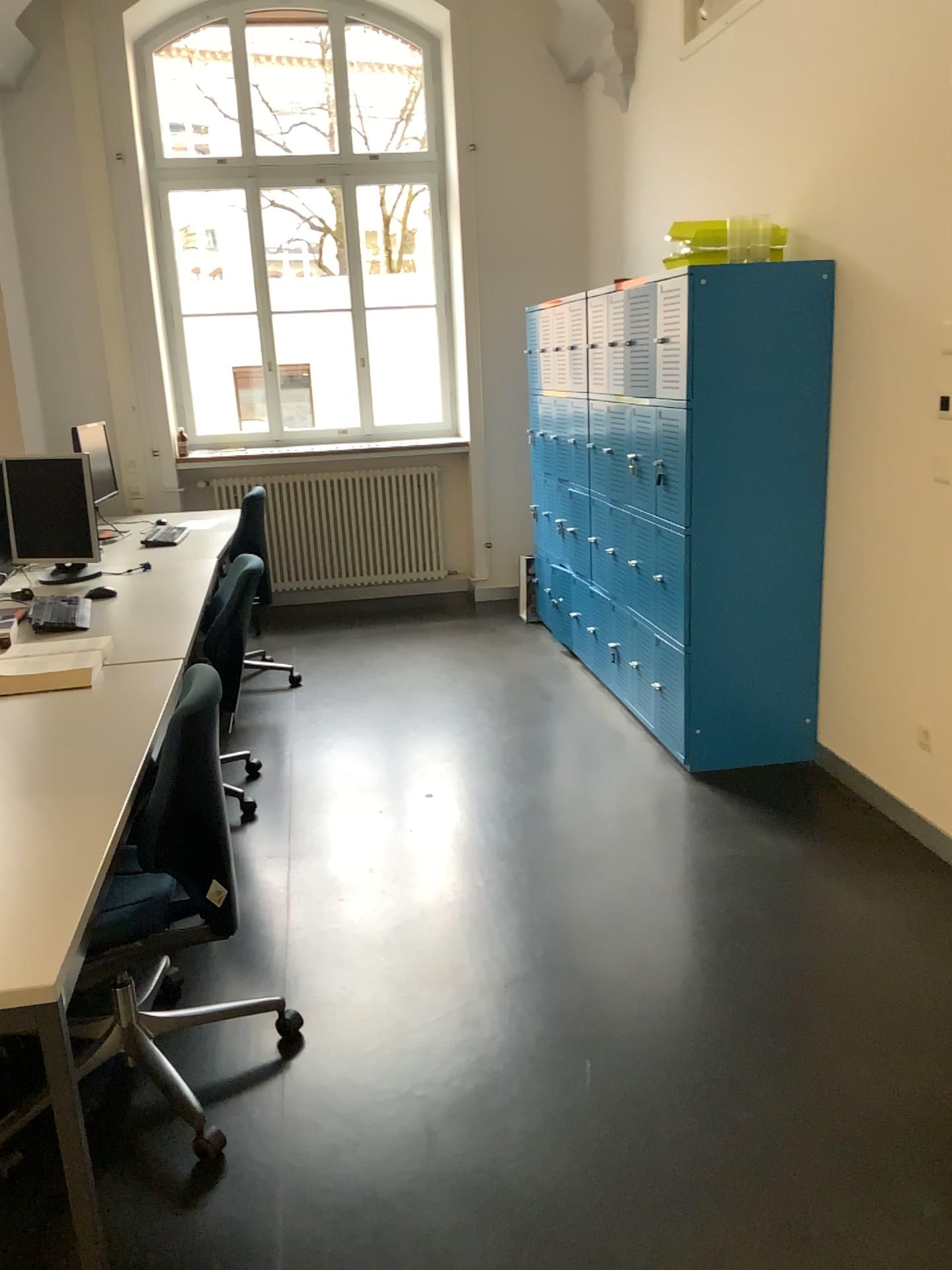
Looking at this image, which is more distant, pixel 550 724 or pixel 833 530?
pixel 550 724

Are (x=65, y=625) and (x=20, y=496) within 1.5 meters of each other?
yes

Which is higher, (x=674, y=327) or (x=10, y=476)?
(x=674, y=327)

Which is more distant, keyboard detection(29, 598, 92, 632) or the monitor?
the monitor

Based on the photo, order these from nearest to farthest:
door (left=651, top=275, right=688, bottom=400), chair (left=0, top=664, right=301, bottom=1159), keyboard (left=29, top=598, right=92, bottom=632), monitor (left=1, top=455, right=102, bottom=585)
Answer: chair (left=0, top=664, right=301, bottom=1159), keyboard (left=29, top=598, right=92, bottom=632), door (left=651, top=275, right=688, bottom=400), monitor (left=1, top=455, right=102, bottom=585)

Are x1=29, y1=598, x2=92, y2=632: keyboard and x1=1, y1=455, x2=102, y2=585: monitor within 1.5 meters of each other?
yes

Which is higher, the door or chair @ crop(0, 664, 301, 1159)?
the door

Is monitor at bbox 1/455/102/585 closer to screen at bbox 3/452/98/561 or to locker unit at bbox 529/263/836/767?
screen at bbox 3/452/98/561

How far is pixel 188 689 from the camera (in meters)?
2.12

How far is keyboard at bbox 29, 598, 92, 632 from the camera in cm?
324
